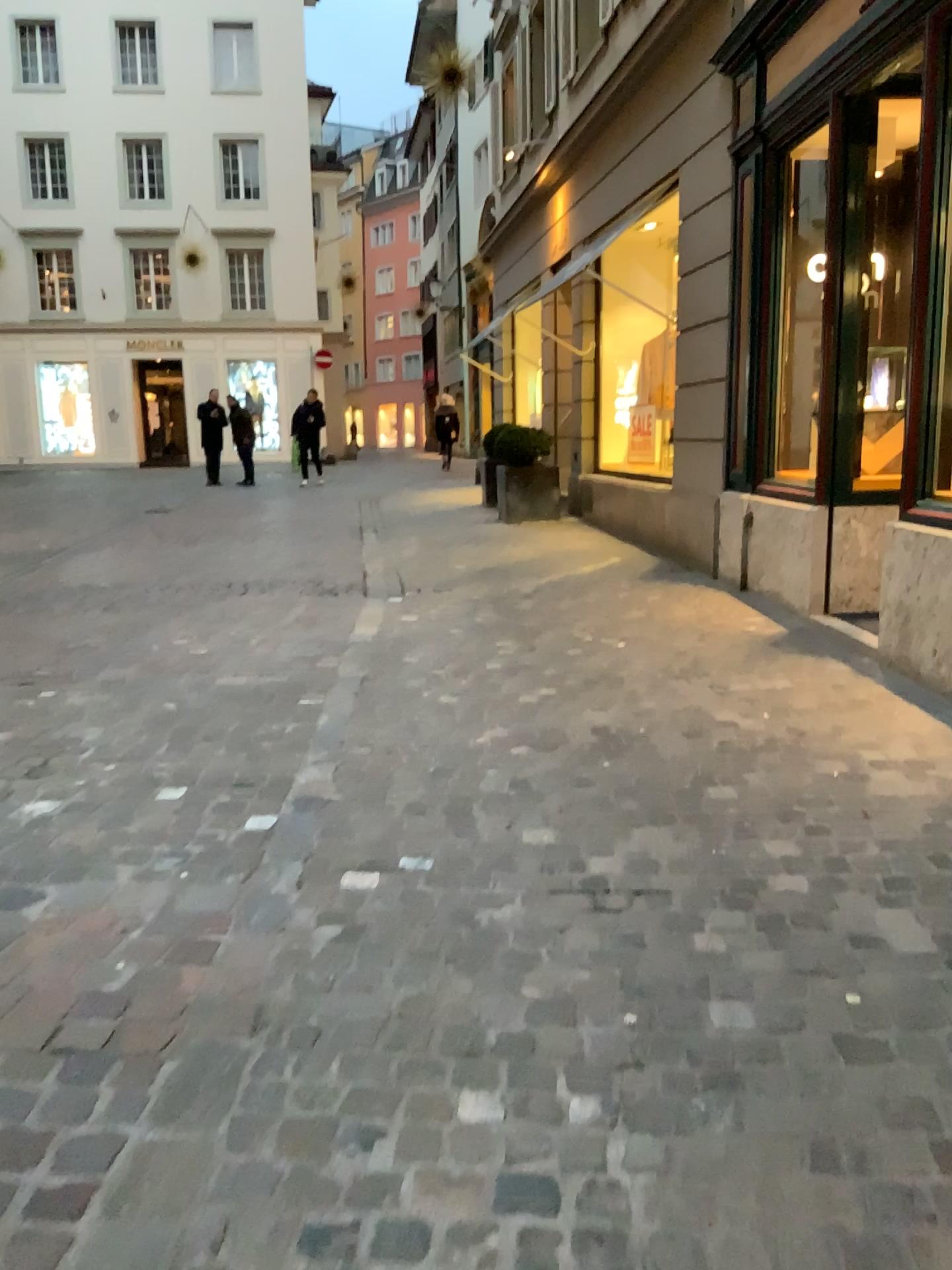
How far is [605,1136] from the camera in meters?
1.8 m
